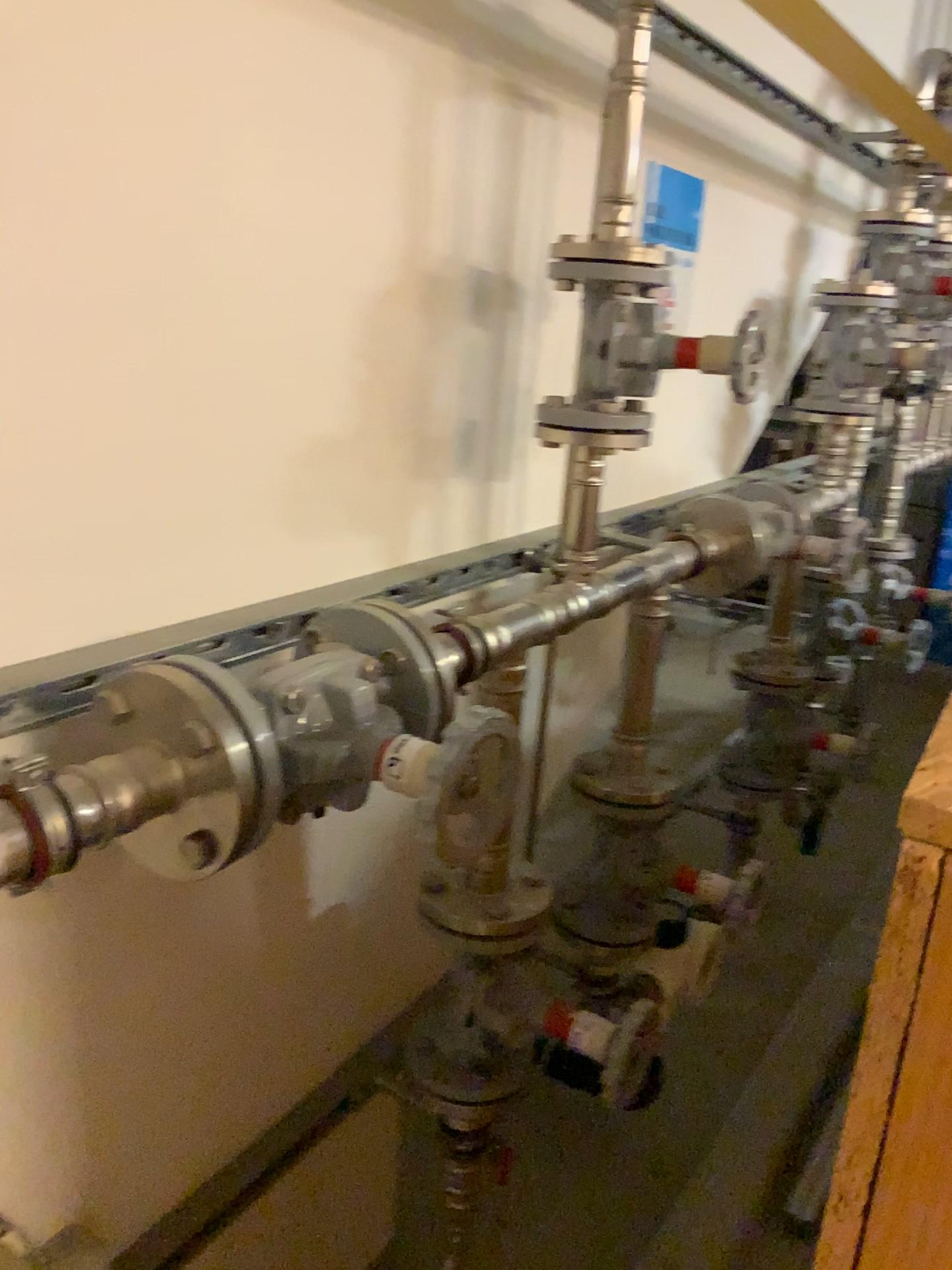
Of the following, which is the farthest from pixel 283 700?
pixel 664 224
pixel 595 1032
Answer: pixel 664 224

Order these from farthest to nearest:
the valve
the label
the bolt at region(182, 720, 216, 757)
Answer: the label
the valve
the bolt at region(182, 720, 216, 757)

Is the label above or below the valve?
above

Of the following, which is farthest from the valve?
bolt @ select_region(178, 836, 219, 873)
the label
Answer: the label

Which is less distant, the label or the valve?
the valve

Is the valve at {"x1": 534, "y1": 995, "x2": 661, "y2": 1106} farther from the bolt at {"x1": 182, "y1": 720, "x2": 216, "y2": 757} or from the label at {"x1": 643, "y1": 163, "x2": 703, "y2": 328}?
the label at {"x1": 643, "y1": 163, "x2": 703, "y2": 328}

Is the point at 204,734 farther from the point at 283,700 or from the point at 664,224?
the point at 664,224

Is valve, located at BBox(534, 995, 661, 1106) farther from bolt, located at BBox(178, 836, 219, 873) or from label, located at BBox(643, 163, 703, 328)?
label, located at BBox(643, 163, 703, 328)

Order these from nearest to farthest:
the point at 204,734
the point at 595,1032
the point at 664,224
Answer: the point at 204,734 → the point at 595,1032 → the point at 664,224

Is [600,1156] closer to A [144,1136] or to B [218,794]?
A [144,1136]
